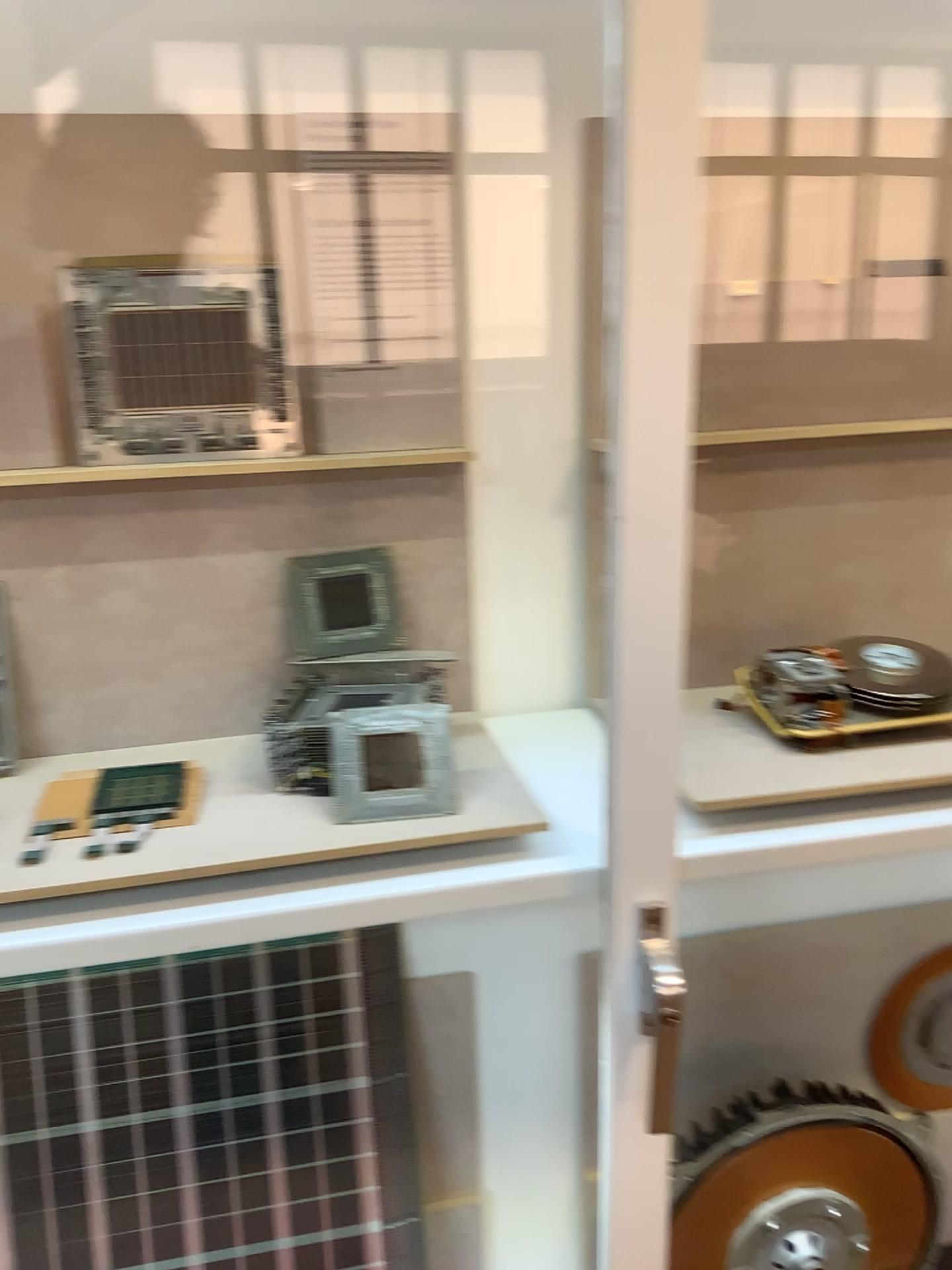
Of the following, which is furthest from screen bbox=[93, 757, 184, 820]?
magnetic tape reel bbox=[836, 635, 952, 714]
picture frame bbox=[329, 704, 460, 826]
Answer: magnetic tape reel bbox=[836, 635, 952, 714]

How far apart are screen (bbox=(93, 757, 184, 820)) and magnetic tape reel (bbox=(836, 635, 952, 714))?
0.7m

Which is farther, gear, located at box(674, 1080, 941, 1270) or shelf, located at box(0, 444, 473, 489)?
gear, located at box(674, 1080, 941, 1270)

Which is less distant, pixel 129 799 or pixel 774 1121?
pixel 129 799

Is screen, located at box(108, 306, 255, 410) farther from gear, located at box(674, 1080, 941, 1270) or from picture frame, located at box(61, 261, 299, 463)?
gear, located at box(674, 1080, 941, 1270)

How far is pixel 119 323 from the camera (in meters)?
0.99

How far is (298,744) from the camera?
1.0m

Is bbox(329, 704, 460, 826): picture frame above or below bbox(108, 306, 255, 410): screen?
below

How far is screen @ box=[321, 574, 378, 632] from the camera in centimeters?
108cm

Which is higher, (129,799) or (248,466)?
(248,466)
